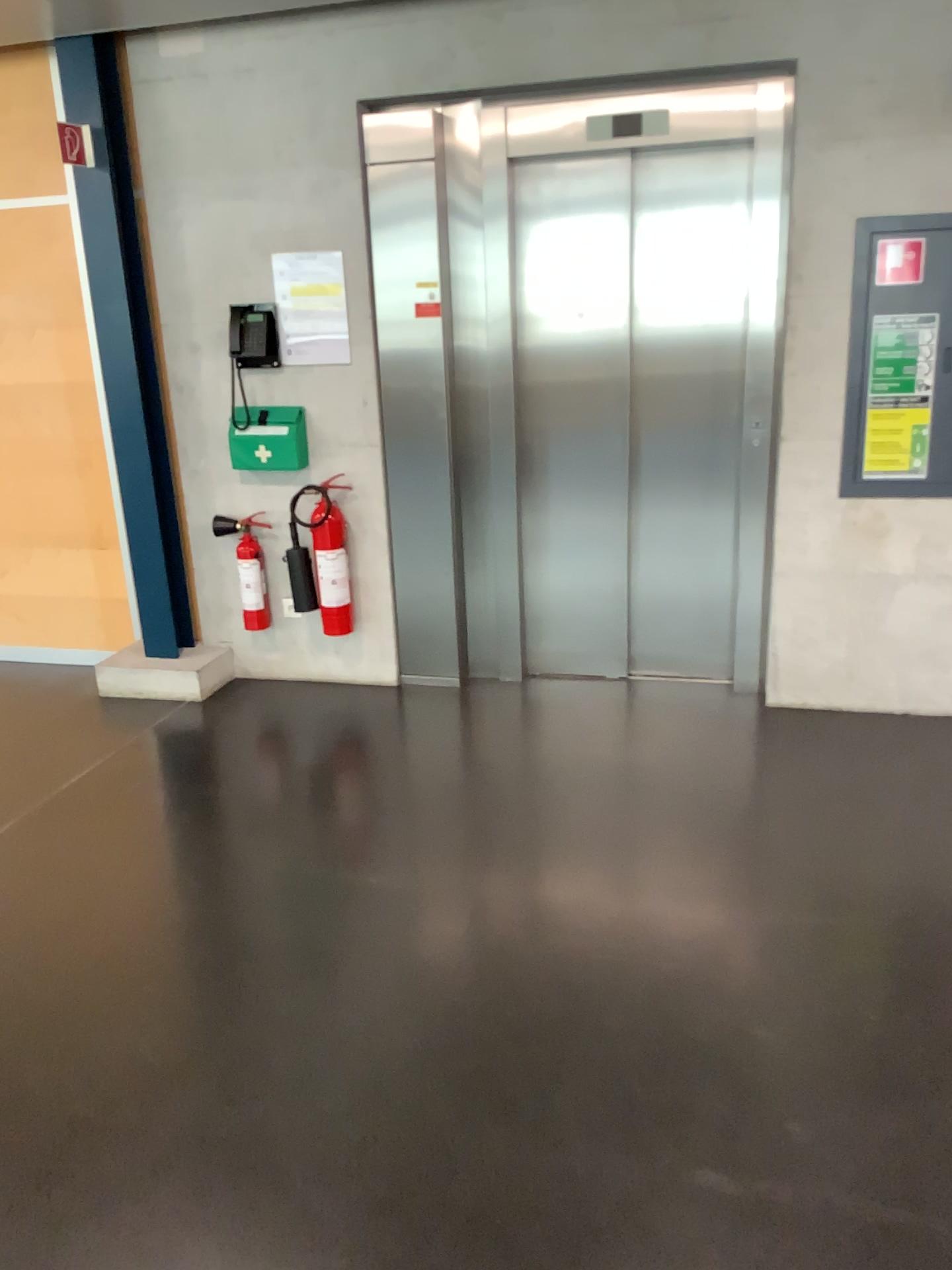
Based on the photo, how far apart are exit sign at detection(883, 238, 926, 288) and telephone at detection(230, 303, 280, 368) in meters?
2.3 m

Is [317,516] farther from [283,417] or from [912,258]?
[912,258]

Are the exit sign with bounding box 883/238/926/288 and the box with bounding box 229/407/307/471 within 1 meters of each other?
no

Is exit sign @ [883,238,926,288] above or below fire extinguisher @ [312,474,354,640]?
above

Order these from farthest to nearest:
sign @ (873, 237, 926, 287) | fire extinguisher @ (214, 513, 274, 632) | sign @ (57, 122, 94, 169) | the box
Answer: fire extinguisher @ (214, 513, 274, 632) → the box → sign @ (57, 122, 94, 169) → sign @ (873, 237, 926, 287)

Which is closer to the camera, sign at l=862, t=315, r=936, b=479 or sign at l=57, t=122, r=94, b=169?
sign at l=862, t=315, r=936, b=479

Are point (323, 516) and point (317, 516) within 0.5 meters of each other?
yes

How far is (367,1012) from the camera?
2.5 meters

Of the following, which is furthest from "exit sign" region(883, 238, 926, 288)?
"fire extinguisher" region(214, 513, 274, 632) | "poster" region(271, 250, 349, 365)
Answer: "fire extinguisher" region(214, 513, 274, 632)

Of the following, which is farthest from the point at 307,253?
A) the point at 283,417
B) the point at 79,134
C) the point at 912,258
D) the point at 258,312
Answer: the point at 912,258
